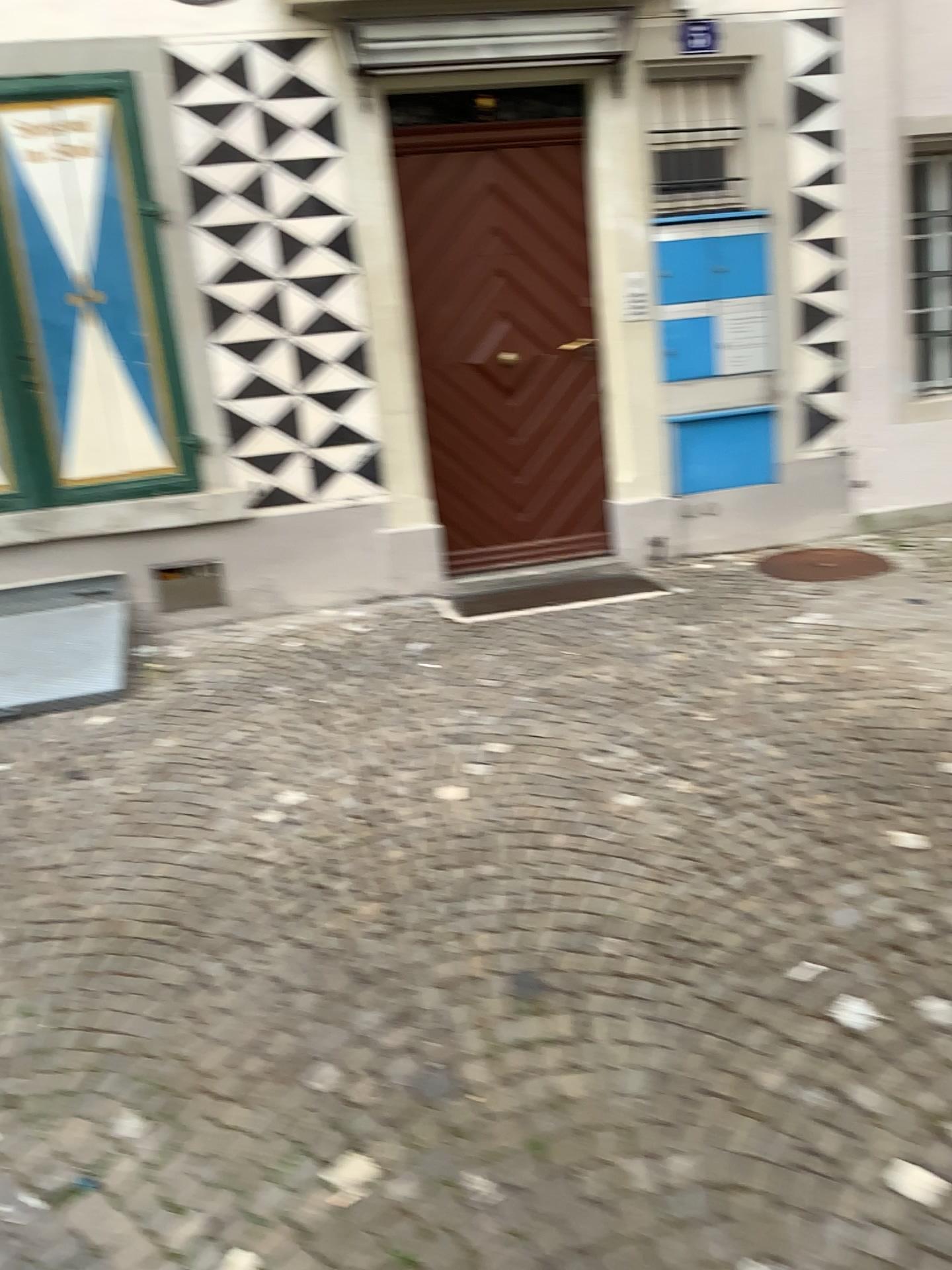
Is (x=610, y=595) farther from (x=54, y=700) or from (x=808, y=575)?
(x=54, y=700)

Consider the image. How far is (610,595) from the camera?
5.16m

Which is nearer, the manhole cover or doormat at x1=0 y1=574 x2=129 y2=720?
doormat at x1=0 y1=574 x2=129 y2=720

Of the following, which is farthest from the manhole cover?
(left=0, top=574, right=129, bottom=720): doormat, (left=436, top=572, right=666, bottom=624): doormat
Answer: (left=0, top=574, right=129, bottom=720): doormat

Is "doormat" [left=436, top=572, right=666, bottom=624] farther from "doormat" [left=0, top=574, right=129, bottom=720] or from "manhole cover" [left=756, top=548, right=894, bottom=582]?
"doormat" [left=0, top=574, right=129, bottom=720]

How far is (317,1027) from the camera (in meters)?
2.36

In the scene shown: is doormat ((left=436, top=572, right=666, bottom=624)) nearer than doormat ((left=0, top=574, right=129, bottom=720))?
No

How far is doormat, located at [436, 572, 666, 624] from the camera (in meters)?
5.16

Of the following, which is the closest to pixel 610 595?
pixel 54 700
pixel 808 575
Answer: pixel 808 575
